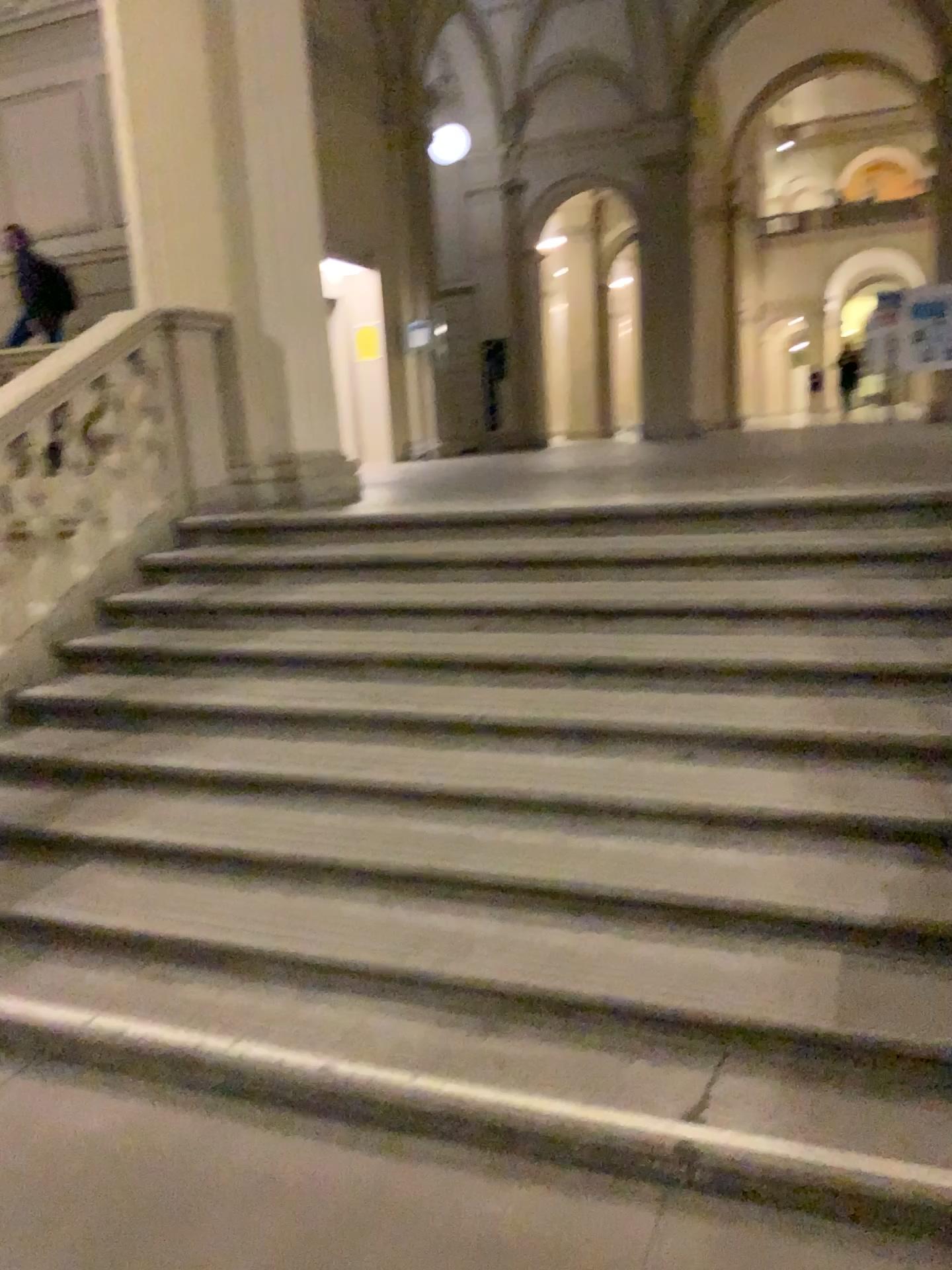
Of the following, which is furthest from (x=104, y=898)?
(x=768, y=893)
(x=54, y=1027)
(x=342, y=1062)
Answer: (x=768, y=893)
